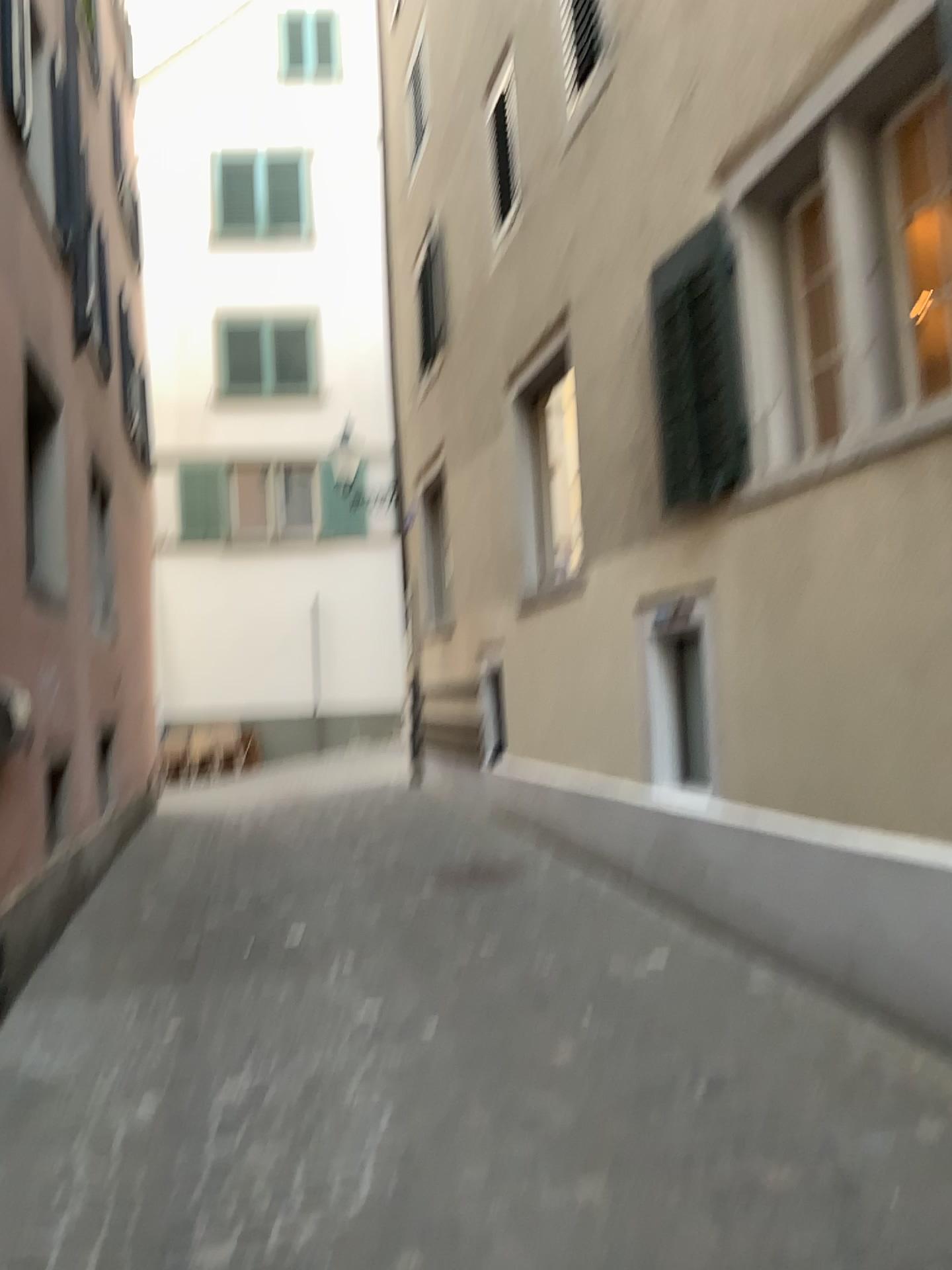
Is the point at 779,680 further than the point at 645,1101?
Yes
